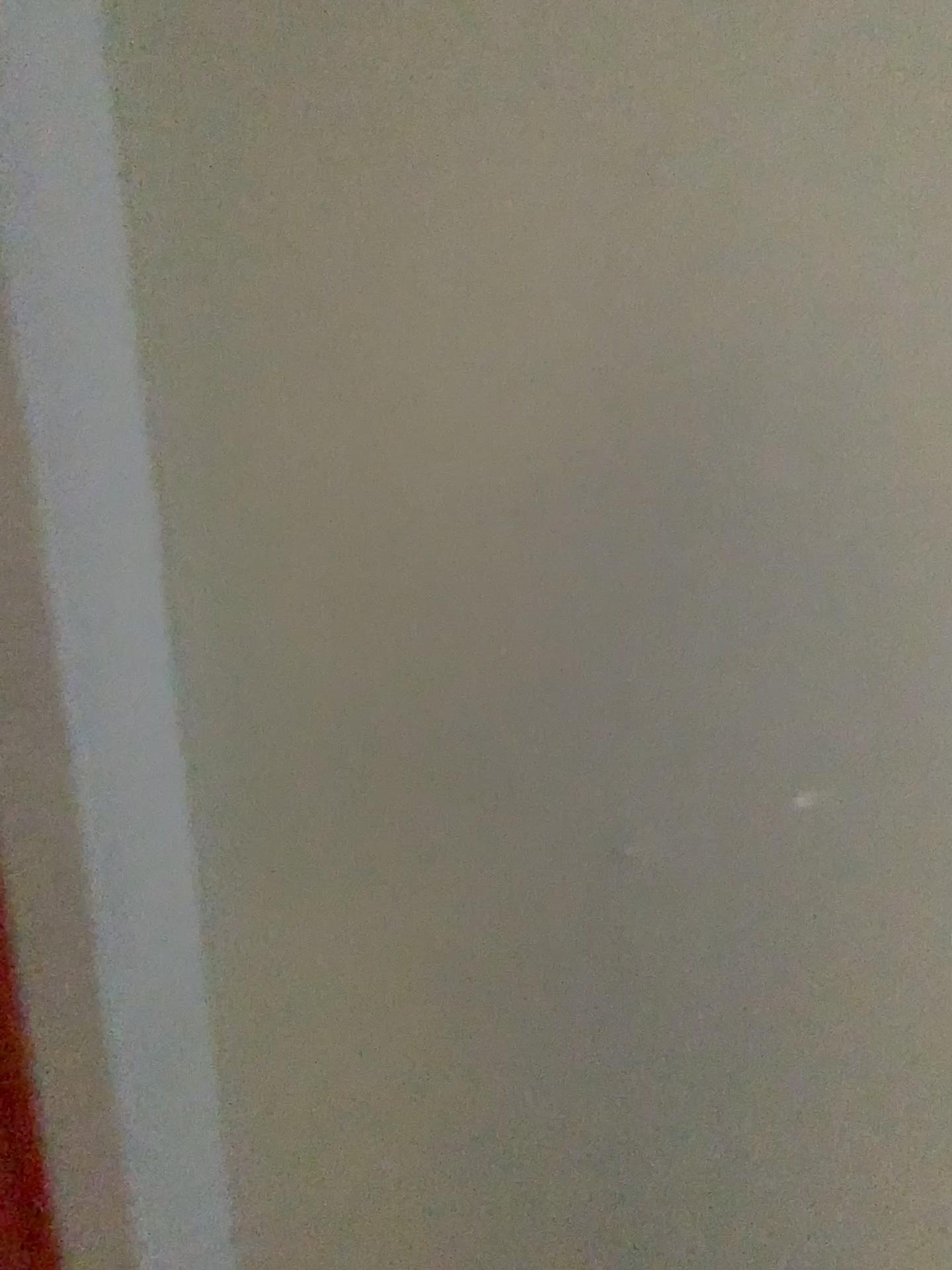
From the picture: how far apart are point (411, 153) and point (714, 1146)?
1.3 meters
